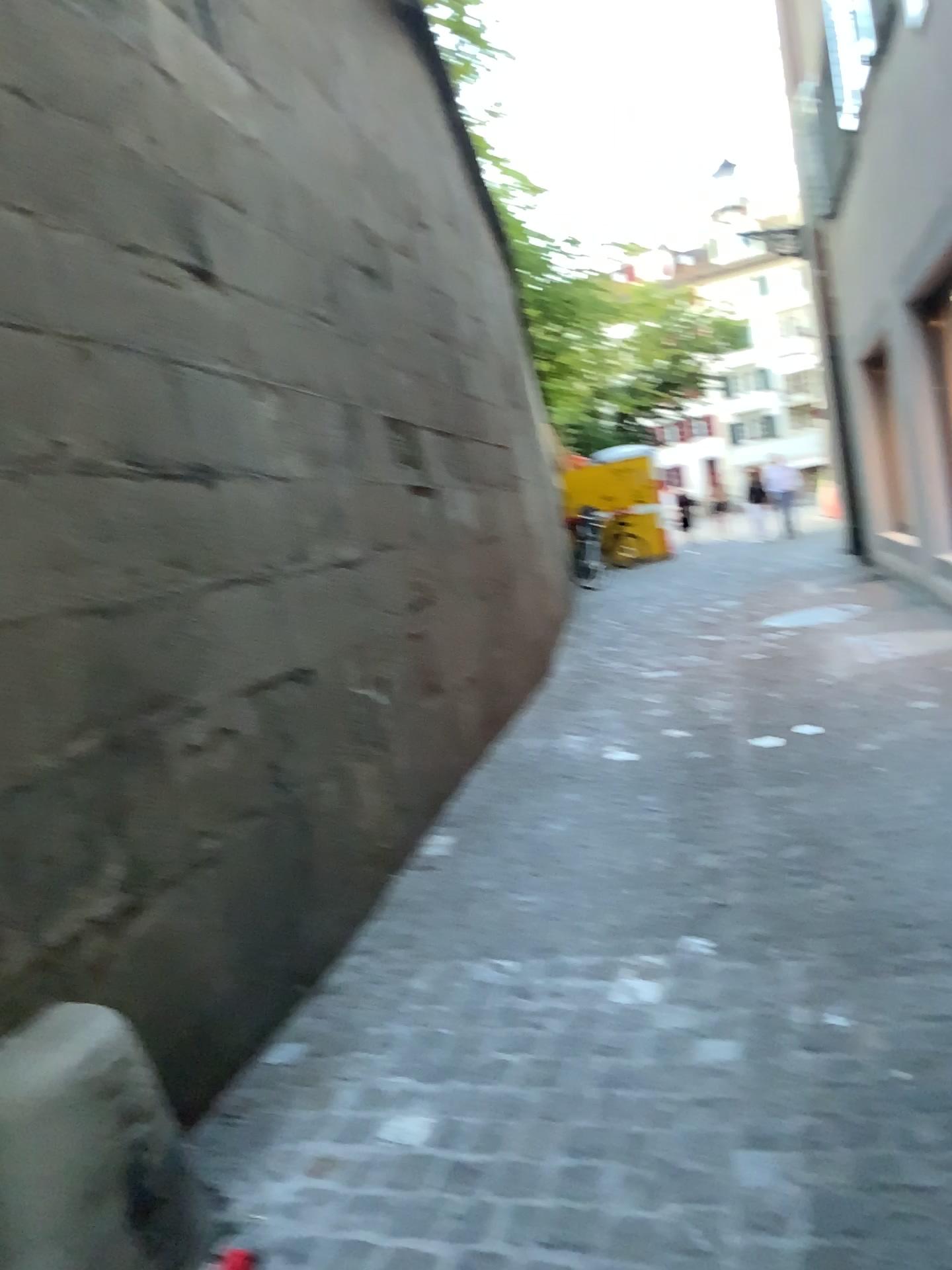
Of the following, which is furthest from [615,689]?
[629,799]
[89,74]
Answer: [89,74]
